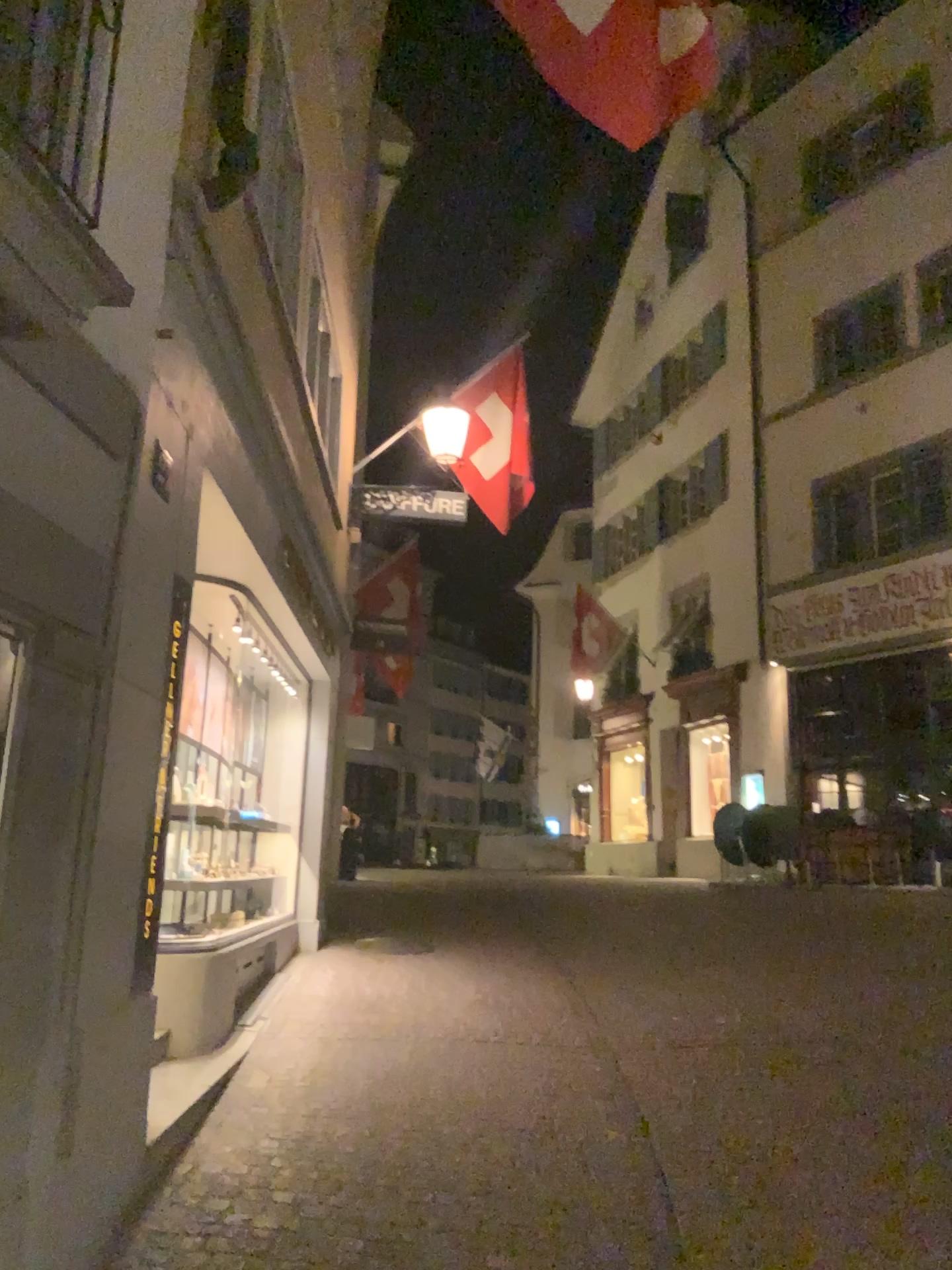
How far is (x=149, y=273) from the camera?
3.3m
